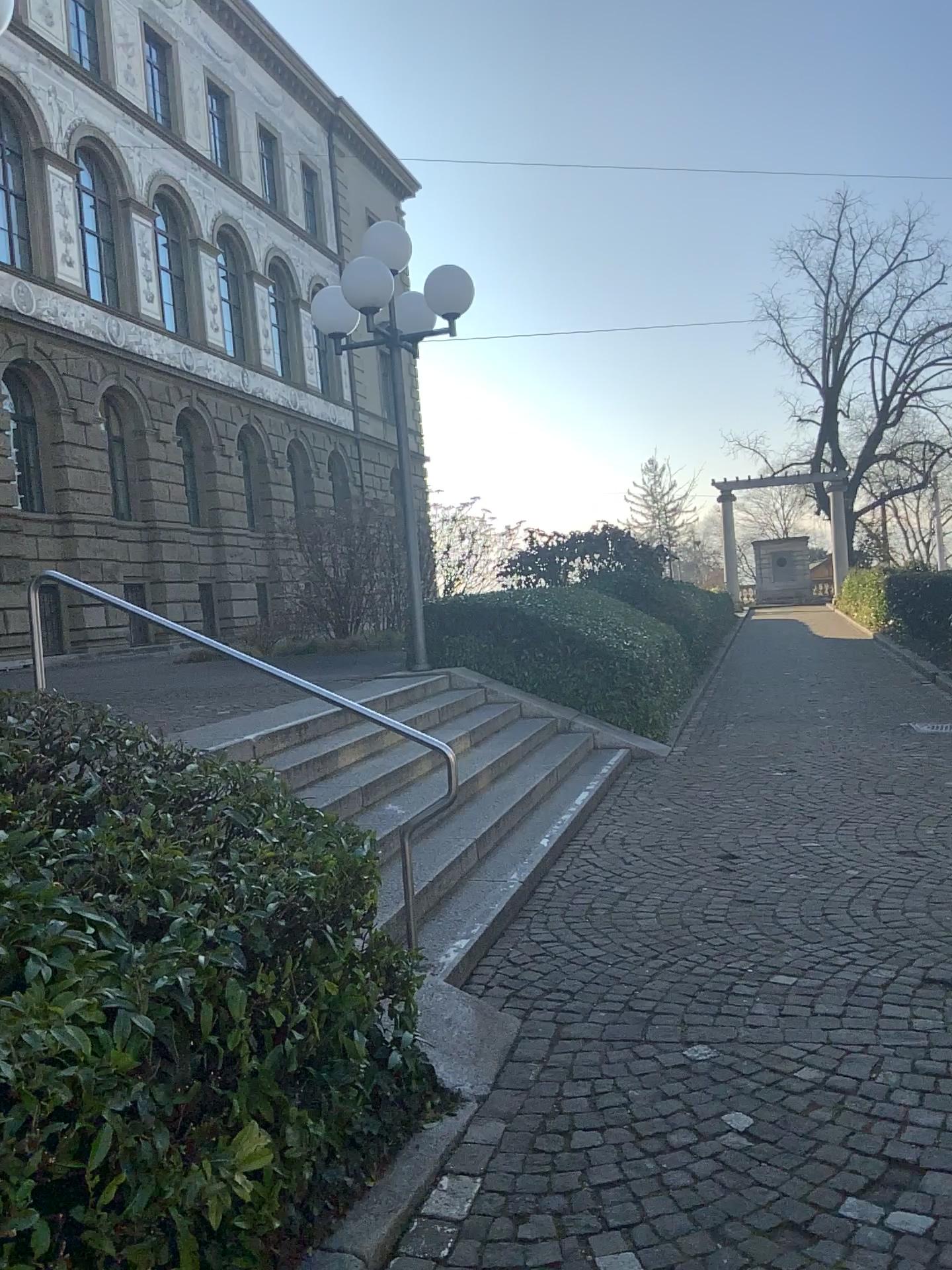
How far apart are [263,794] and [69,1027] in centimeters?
134cm
